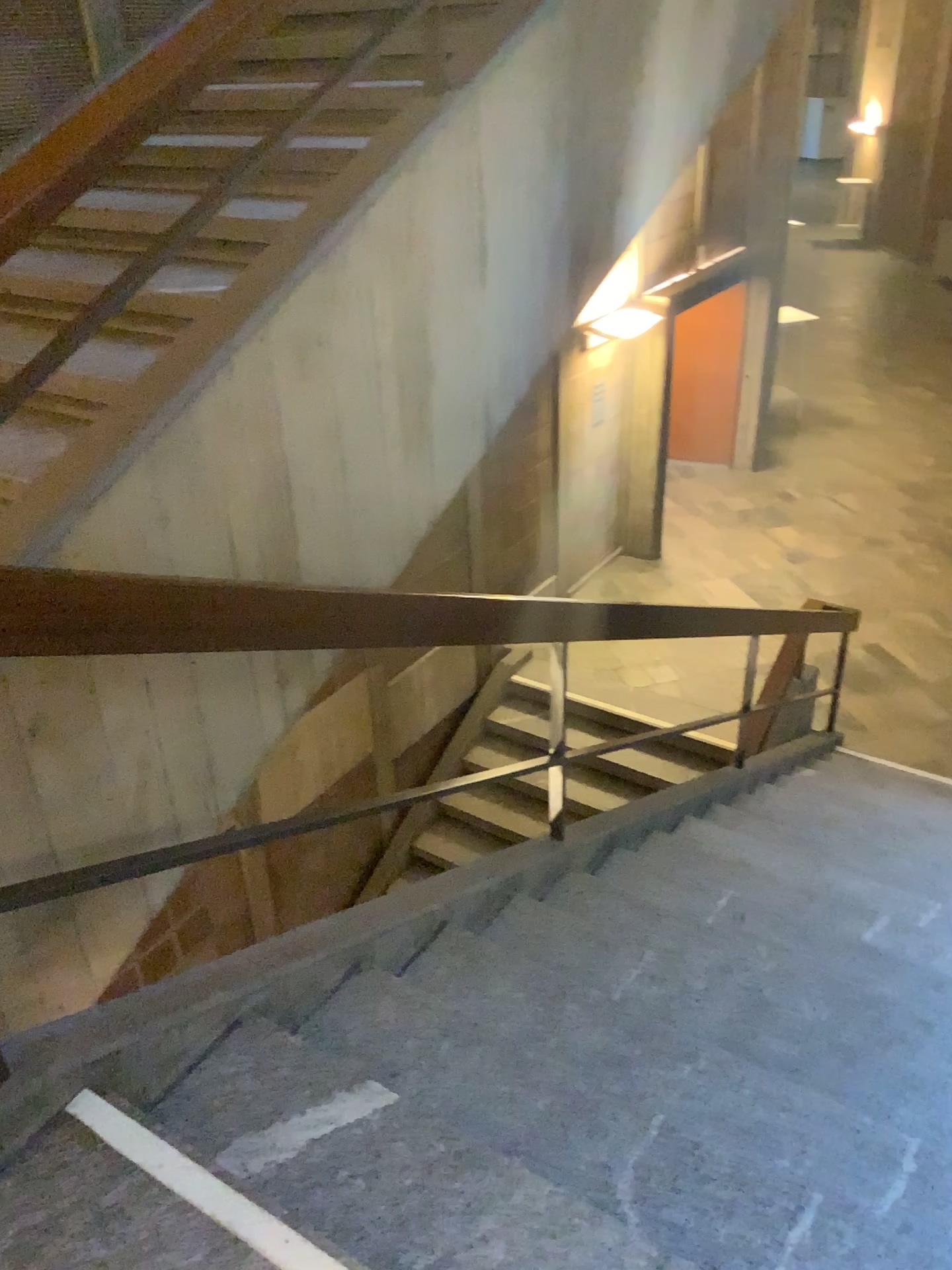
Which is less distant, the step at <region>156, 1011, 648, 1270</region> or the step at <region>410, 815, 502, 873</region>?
the step at <region>156, 1011, 648, 1270</region>

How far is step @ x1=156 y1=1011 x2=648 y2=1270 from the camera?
1.57m

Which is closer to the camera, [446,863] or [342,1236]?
[342,1236]

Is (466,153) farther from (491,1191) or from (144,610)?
(491,1191)

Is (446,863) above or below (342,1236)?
below

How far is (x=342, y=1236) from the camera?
1.6 meters
